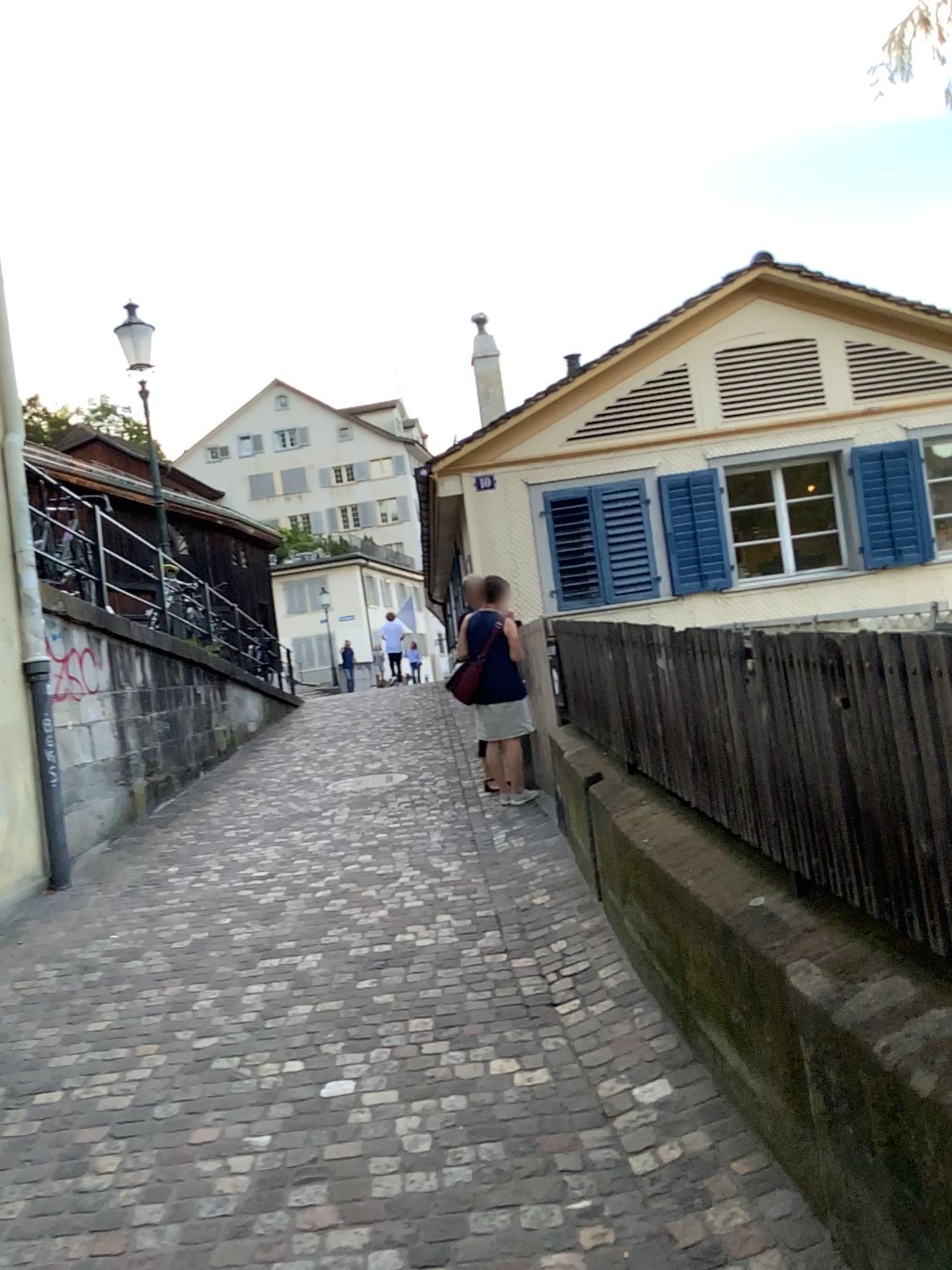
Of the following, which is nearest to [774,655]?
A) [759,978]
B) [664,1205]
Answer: [759,978]
